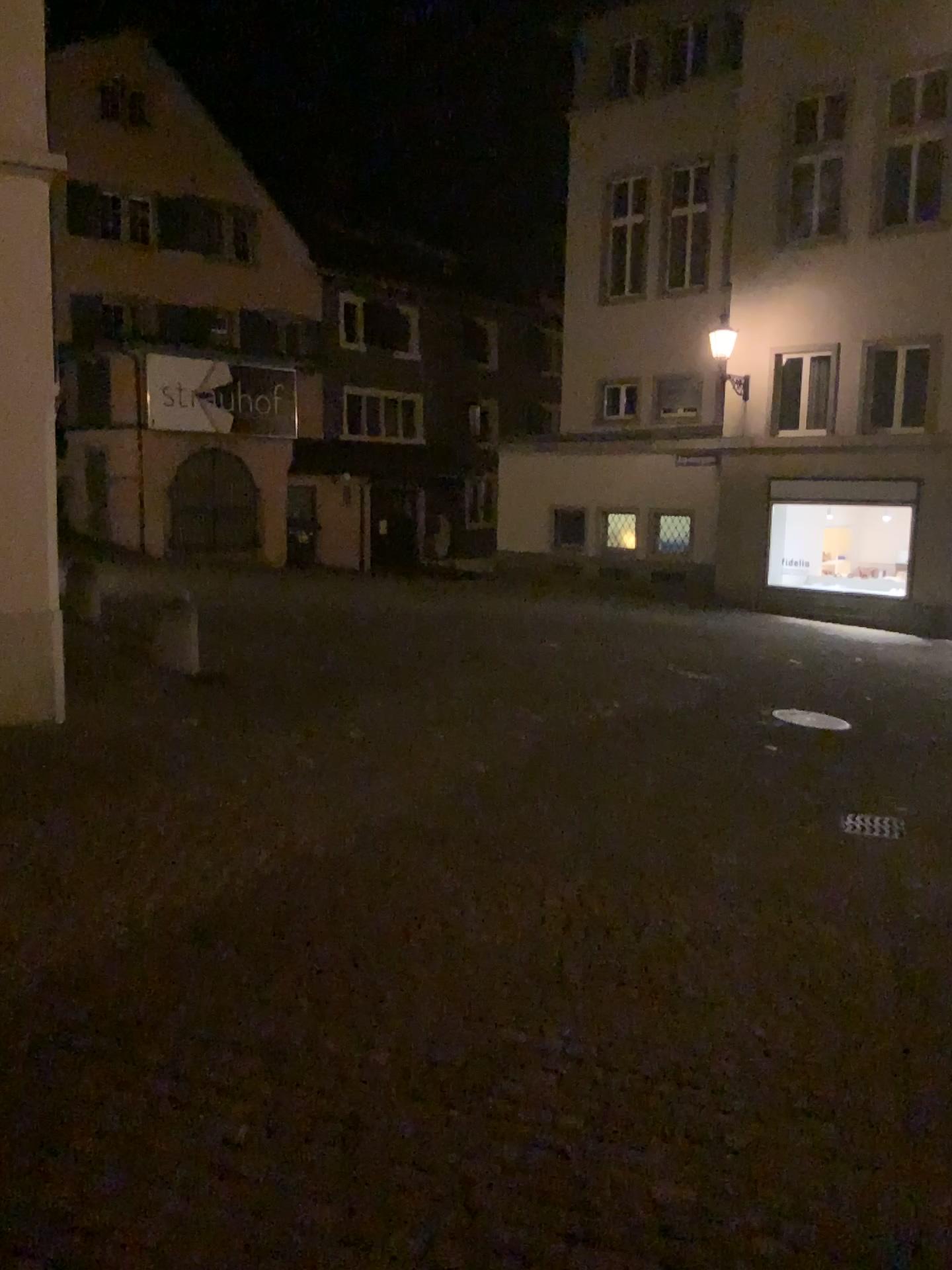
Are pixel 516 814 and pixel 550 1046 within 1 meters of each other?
no
